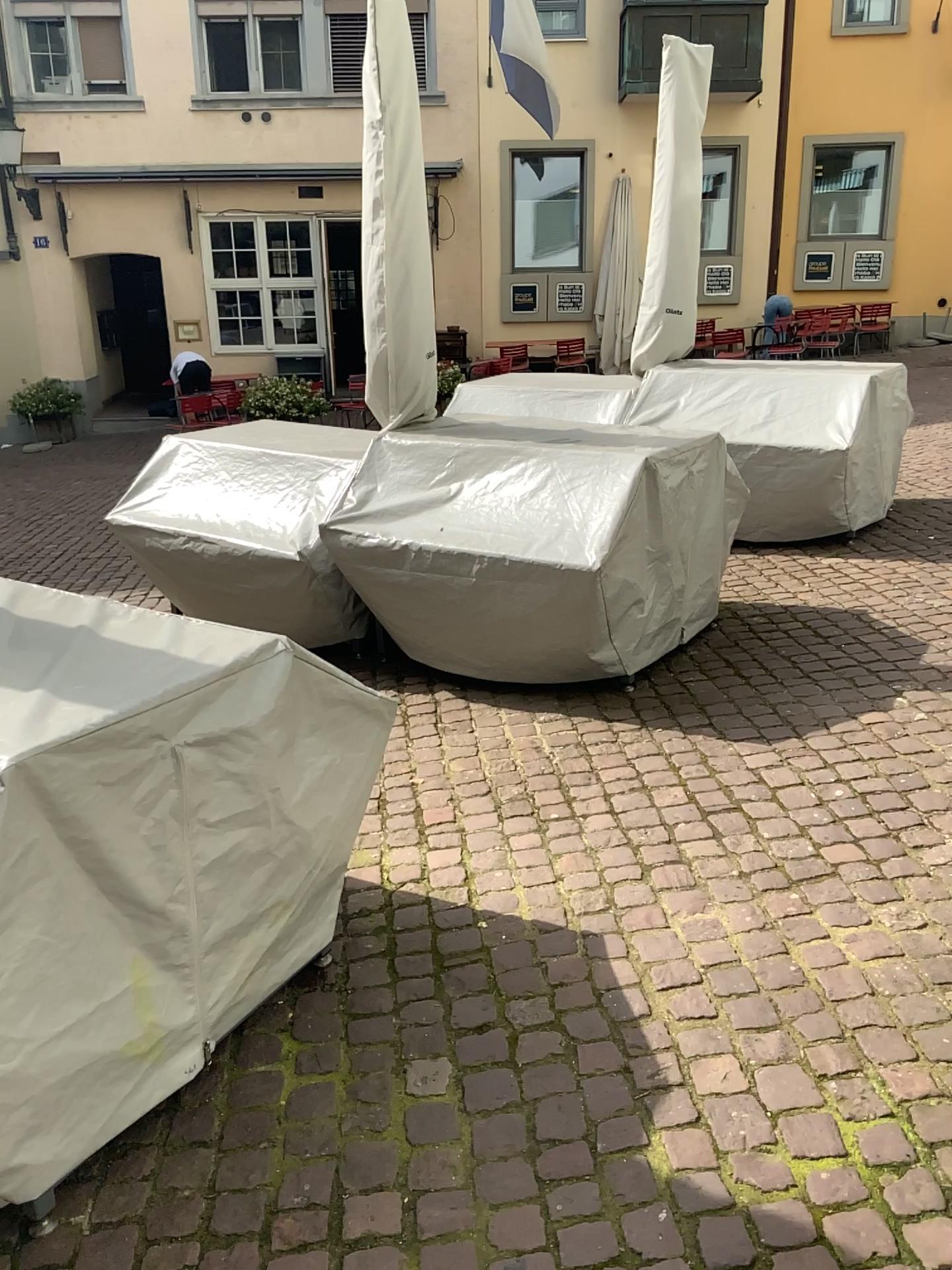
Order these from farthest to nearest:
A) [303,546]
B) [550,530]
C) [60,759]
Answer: [303,546]
[550,530]
[60,759]

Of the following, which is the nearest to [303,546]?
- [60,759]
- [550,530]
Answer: [550,530]

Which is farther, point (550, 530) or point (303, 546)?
point (303, 546)

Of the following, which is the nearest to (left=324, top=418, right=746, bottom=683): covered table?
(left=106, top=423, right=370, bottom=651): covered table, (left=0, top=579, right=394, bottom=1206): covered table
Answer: (left=106, top=423, right=370, bottom=651): covered table

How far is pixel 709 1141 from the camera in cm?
185

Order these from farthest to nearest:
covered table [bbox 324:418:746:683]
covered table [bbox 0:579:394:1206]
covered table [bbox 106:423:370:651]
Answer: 1. covered table [bbox 106:423:370:651]
2. covered table [bbox 324:418:746:683]
3. covered table [bbox 0:579:394:1206]

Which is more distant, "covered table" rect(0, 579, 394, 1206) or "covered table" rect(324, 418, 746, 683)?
"covered table" rect(324, 418, 746, 683)

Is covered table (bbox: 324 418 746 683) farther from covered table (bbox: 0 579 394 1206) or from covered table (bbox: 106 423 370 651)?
covered table (bbox: 0 579 394 1206)
